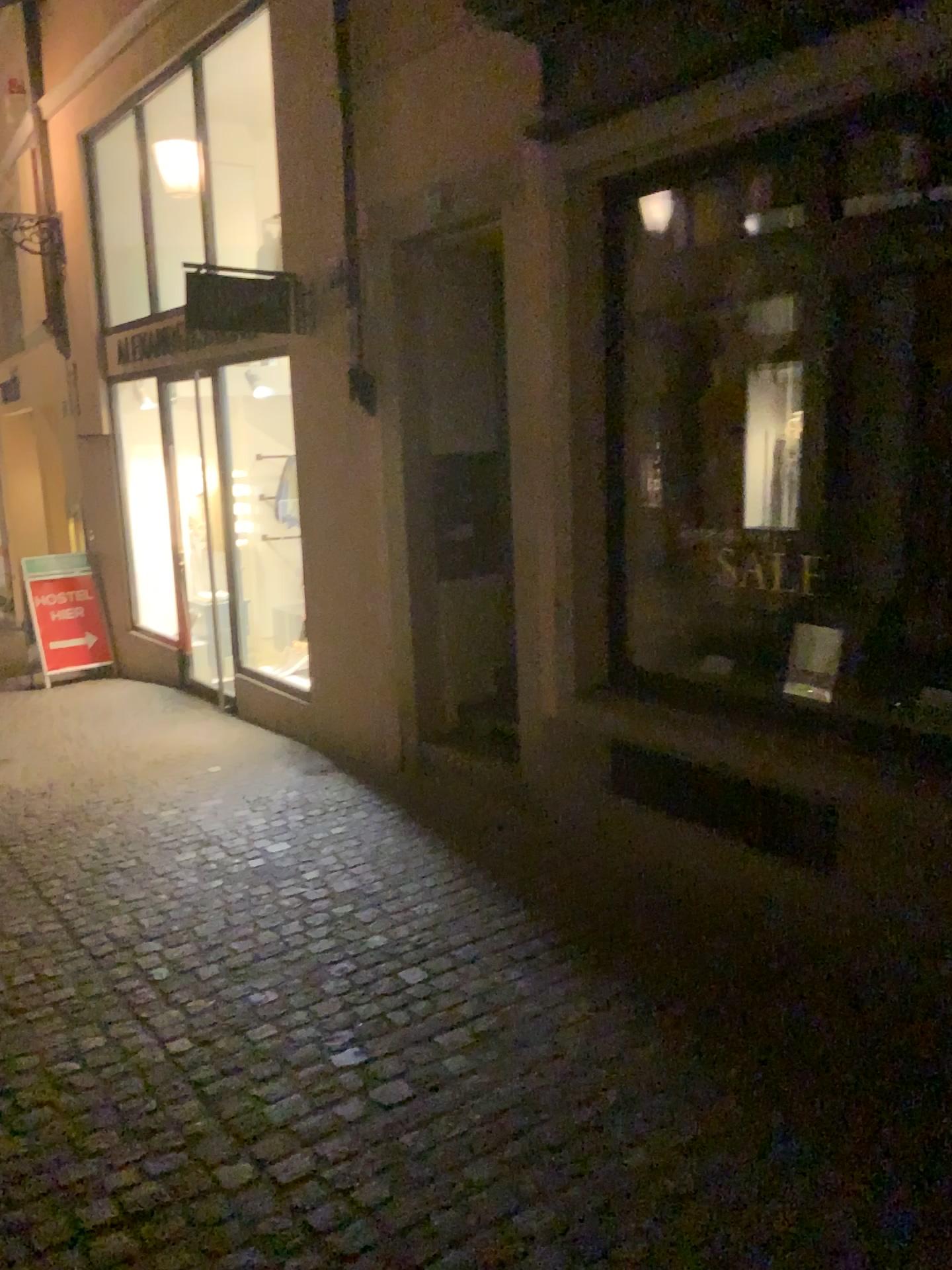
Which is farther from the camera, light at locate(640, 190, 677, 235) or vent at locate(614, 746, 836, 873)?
light at locate(640, 190, 677, 235)

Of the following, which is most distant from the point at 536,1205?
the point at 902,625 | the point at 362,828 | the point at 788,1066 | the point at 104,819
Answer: the point at 104,819

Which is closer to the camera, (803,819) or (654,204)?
(803,819)

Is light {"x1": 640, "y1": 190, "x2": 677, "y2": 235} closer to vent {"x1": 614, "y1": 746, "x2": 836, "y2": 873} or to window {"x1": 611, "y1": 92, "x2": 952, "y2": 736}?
window {"x1": 611, "y1": 92, "x2": 952, "y2": 736}

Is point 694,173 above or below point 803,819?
above

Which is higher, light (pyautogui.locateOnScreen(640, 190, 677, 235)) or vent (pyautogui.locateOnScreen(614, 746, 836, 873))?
light (pyautogui.locateOnScreen(640, 190, 677, 235))

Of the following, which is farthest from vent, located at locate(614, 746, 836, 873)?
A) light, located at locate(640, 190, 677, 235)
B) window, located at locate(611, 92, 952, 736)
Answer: light, located at locate(640, 190, 677, 235)

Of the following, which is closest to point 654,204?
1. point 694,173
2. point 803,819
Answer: point 694,173
